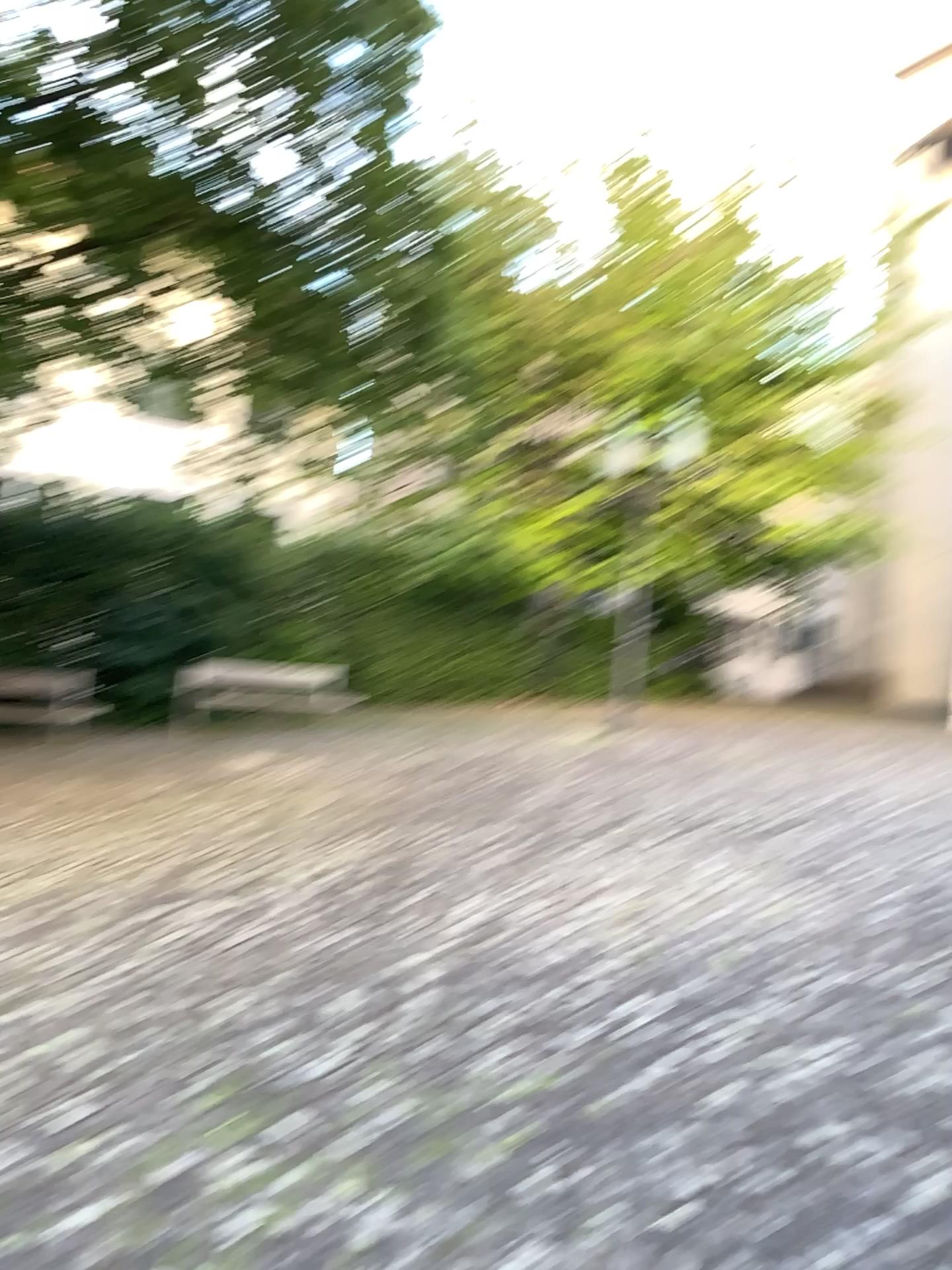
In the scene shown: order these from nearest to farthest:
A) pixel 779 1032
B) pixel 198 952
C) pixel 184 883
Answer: pixel 779 1032 < pixel 198 952 < pixel 184 883
